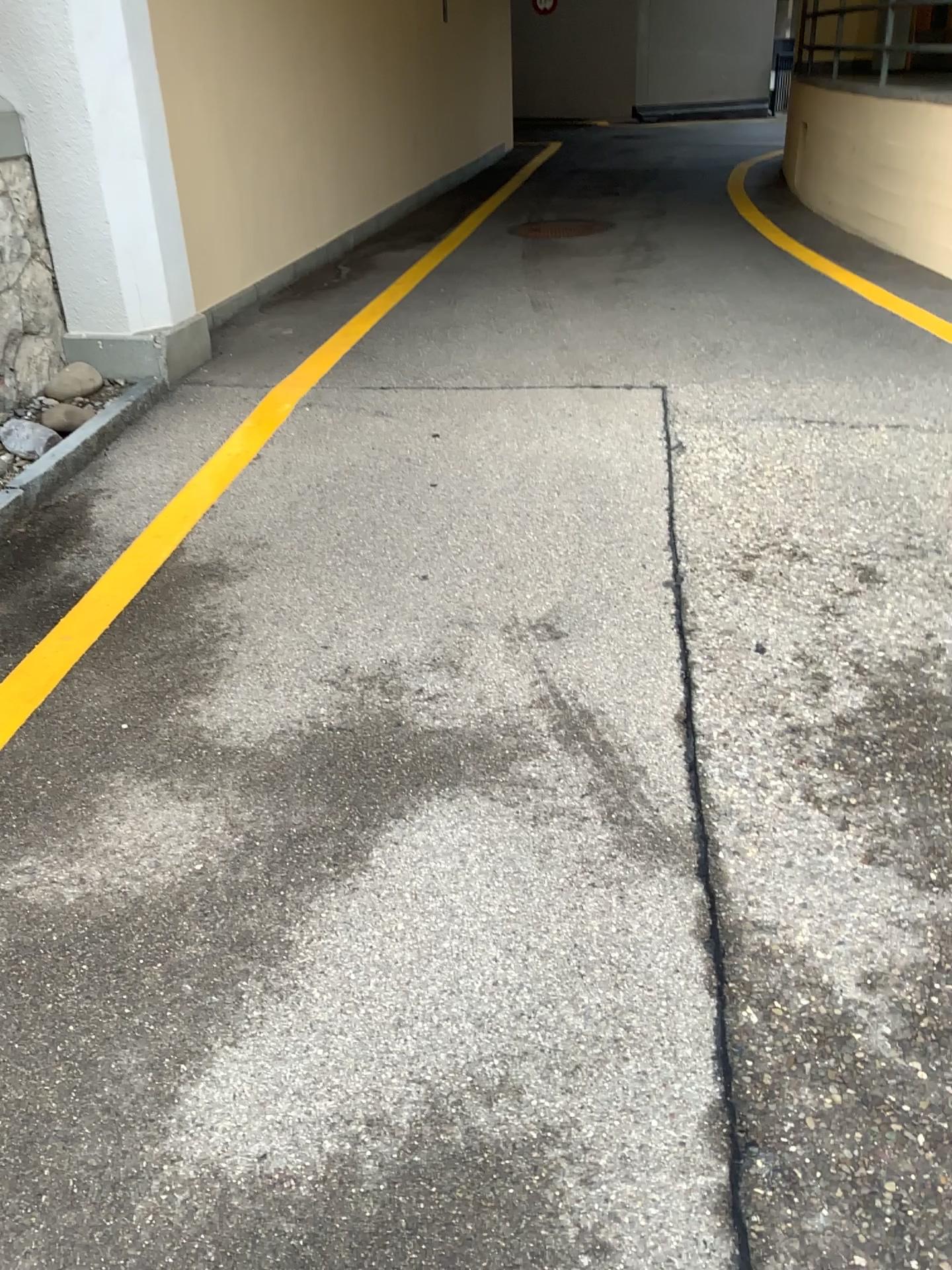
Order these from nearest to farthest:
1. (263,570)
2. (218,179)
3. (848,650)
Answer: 1. (848,650)
2. (263,570)
3. (218,179)
